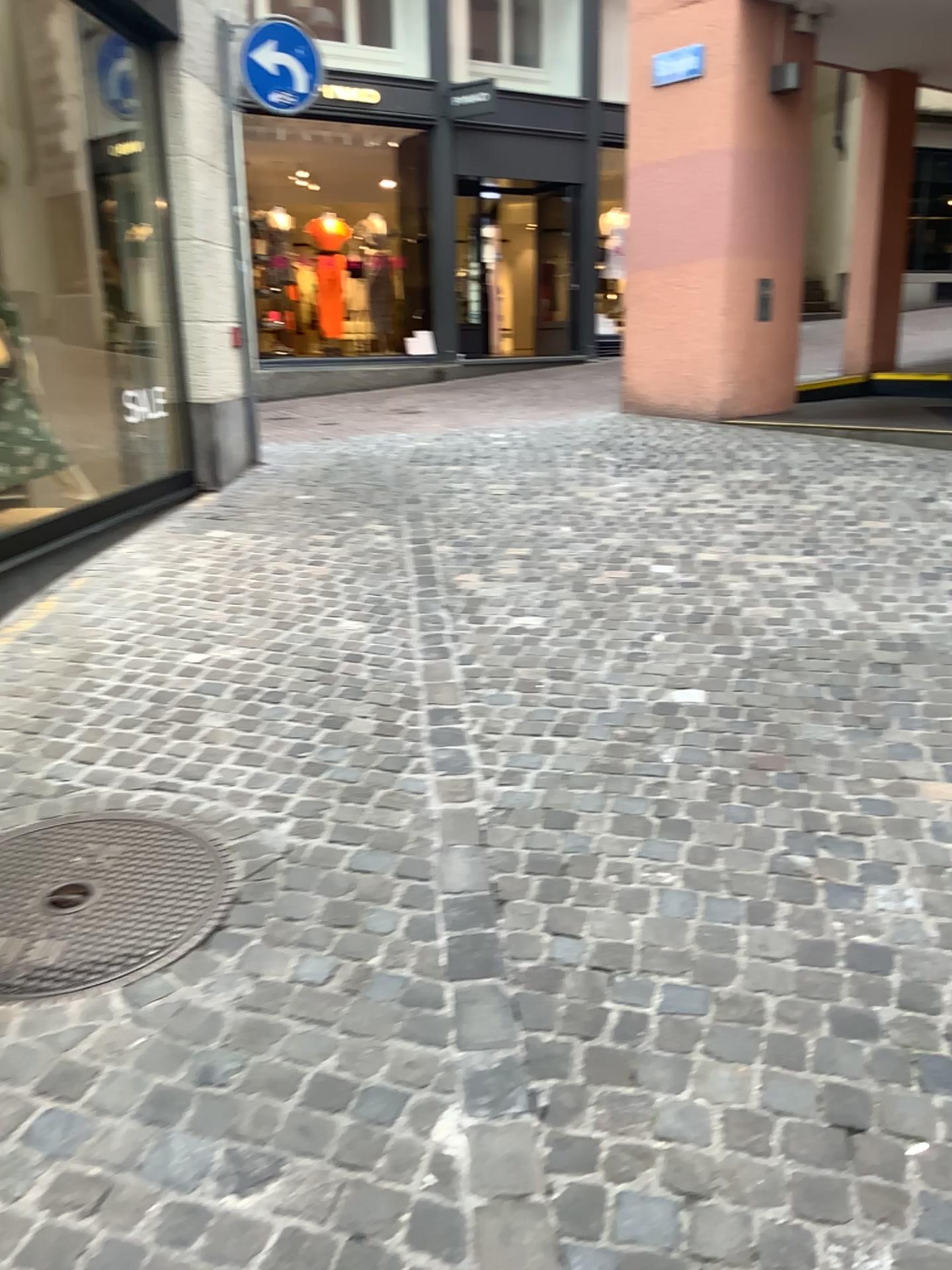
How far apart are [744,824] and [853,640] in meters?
1.4 m
